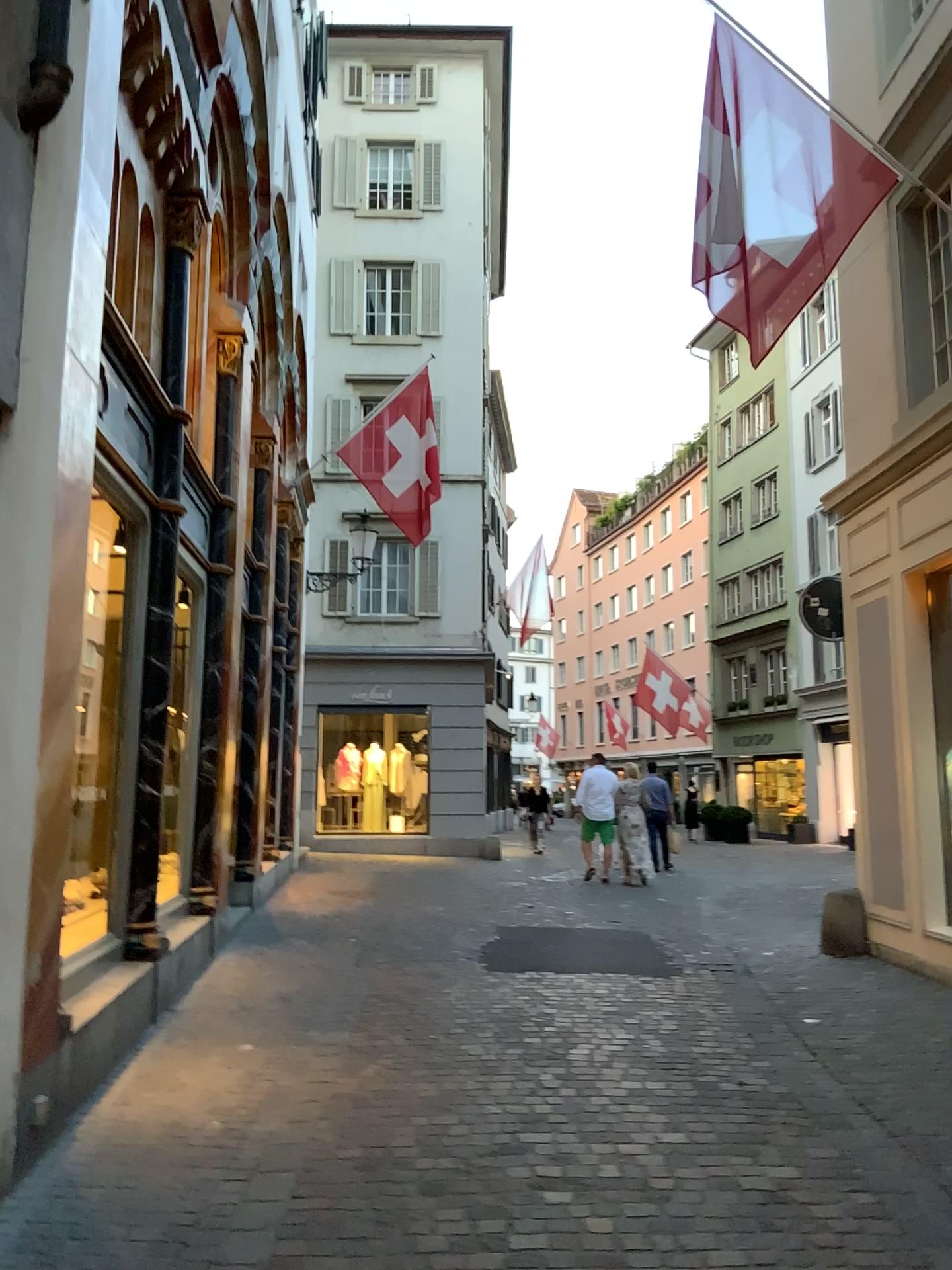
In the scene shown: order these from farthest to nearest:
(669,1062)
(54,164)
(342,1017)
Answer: (342,1017) → (669,1062) → (54,164)
